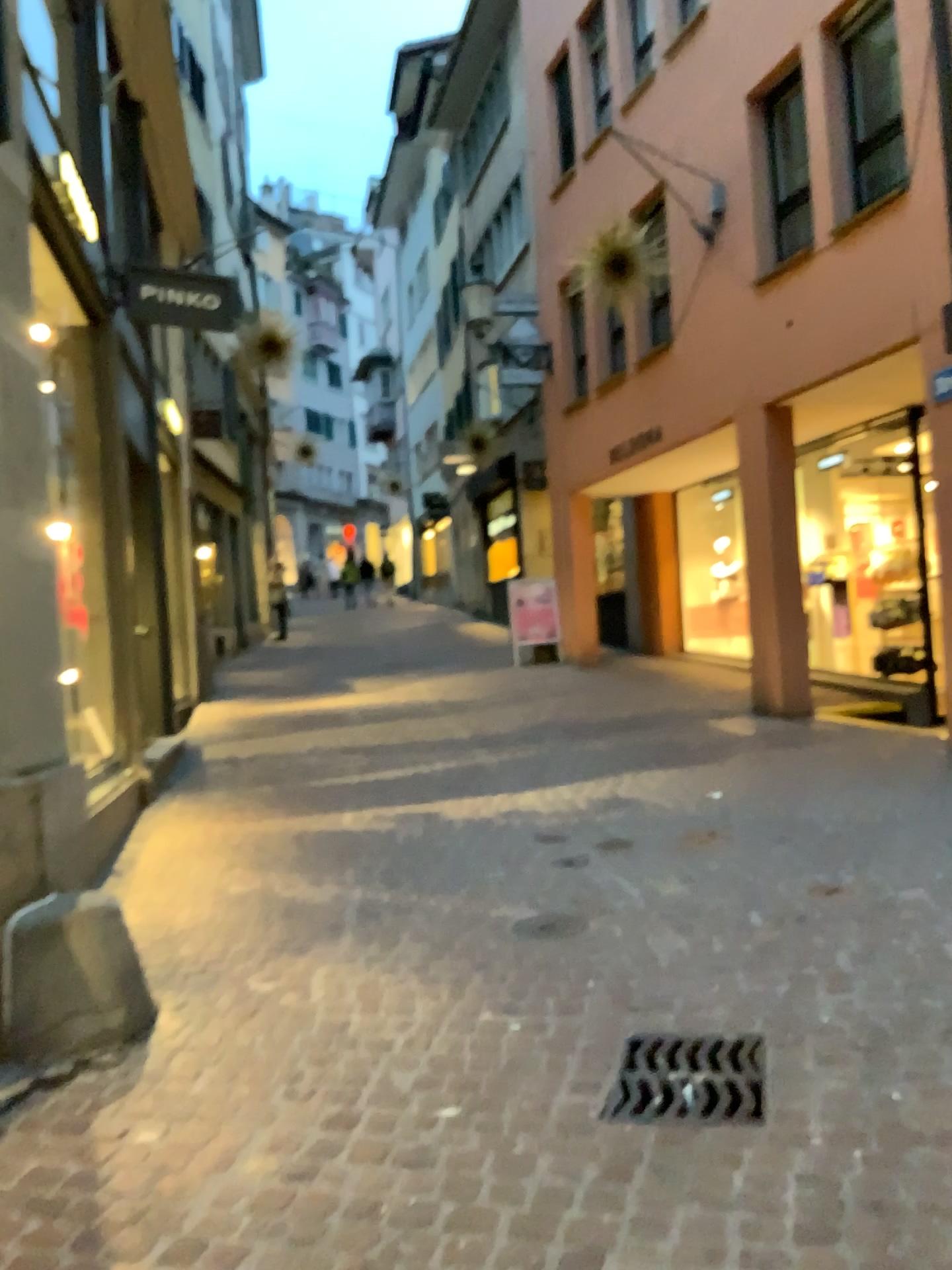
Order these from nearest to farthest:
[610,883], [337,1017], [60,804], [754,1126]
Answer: [754,1126]
[337,1017]
[60,804]
[610,883]
